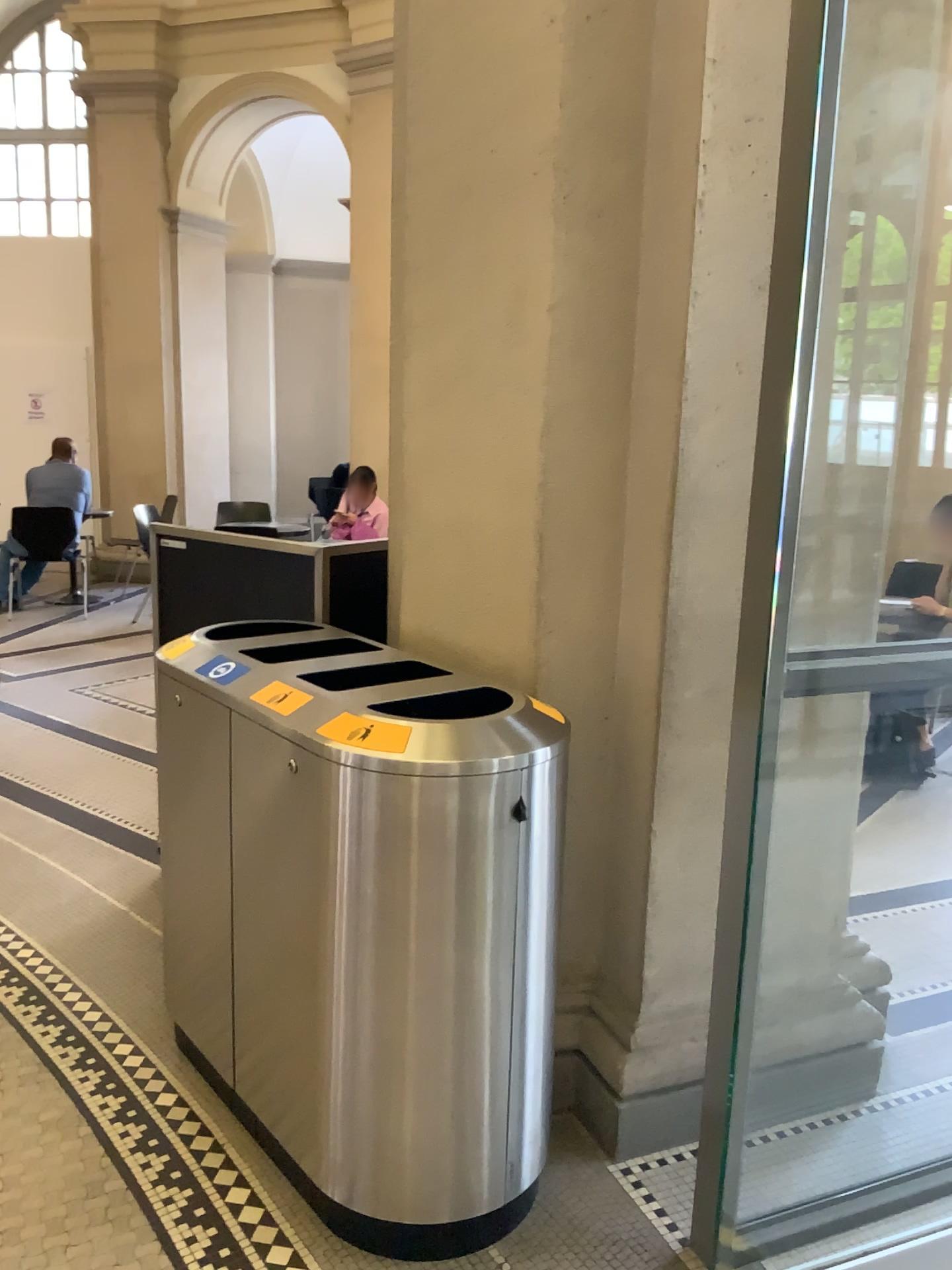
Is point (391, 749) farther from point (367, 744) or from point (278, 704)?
point (278, 704)

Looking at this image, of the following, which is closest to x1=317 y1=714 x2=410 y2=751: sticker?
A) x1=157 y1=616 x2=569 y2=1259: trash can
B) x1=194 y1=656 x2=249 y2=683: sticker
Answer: x1=157 y1=616 x2=569 y2=1259: trash can

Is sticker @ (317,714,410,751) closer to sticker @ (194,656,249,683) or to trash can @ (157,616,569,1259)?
trash can @ (157,616,569,1259)

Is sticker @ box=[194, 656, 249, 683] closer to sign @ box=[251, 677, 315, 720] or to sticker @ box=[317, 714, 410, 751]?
sign @ box=[251, 677, 315, 720]

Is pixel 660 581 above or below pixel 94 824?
above

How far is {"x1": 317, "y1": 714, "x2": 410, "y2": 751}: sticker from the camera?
1.83m

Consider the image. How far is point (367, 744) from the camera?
1.8m

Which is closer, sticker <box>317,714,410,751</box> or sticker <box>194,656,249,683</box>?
sticker <box>317,714,410,751</box>

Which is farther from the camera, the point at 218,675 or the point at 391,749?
the point at 218,675

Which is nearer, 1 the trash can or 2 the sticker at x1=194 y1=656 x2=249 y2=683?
1 the trash can
